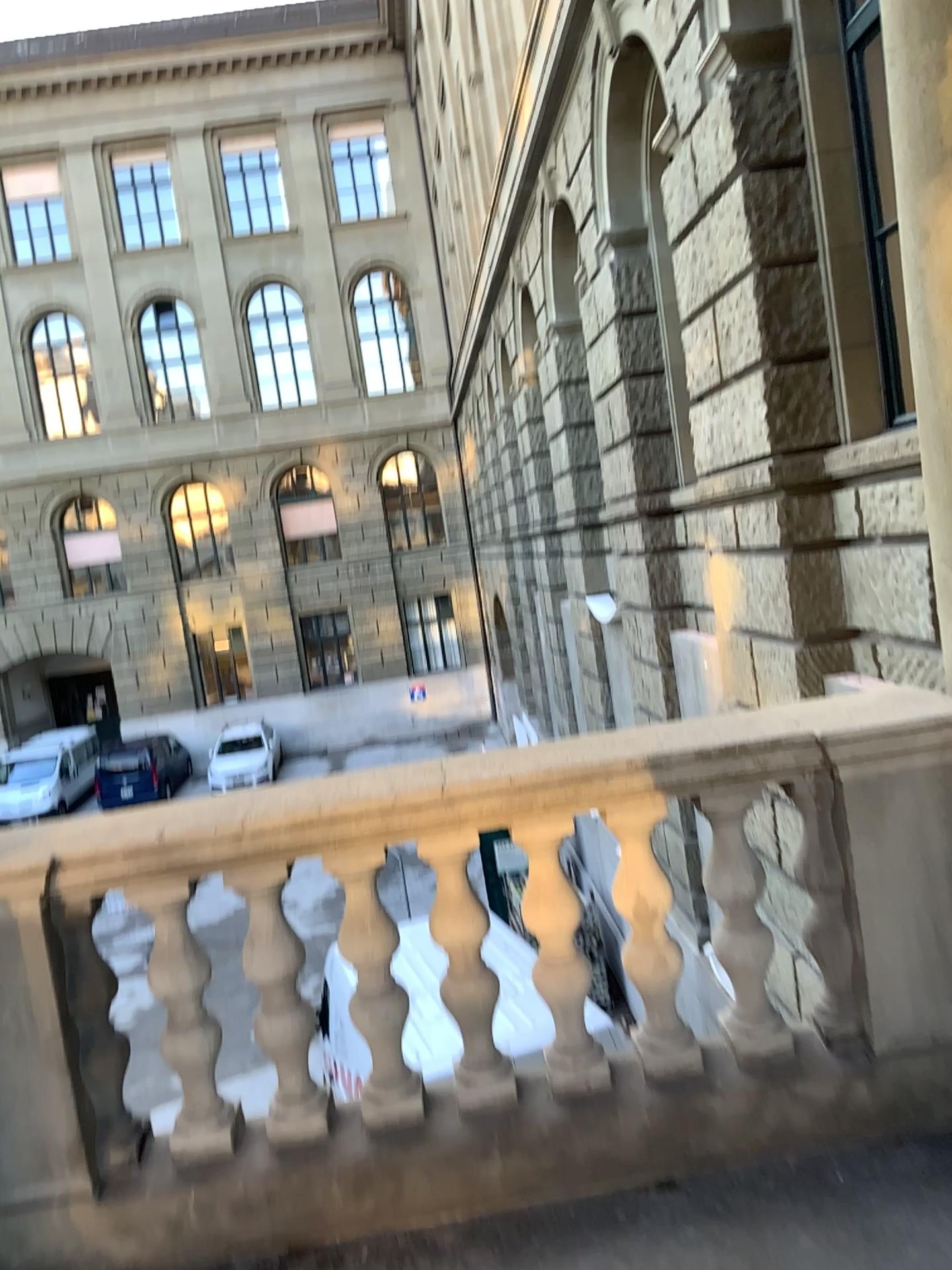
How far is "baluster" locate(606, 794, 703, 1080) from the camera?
2.48m

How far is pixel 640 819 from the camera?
2.5 meters

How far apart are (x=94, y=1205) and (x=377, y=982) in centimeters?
79cm
